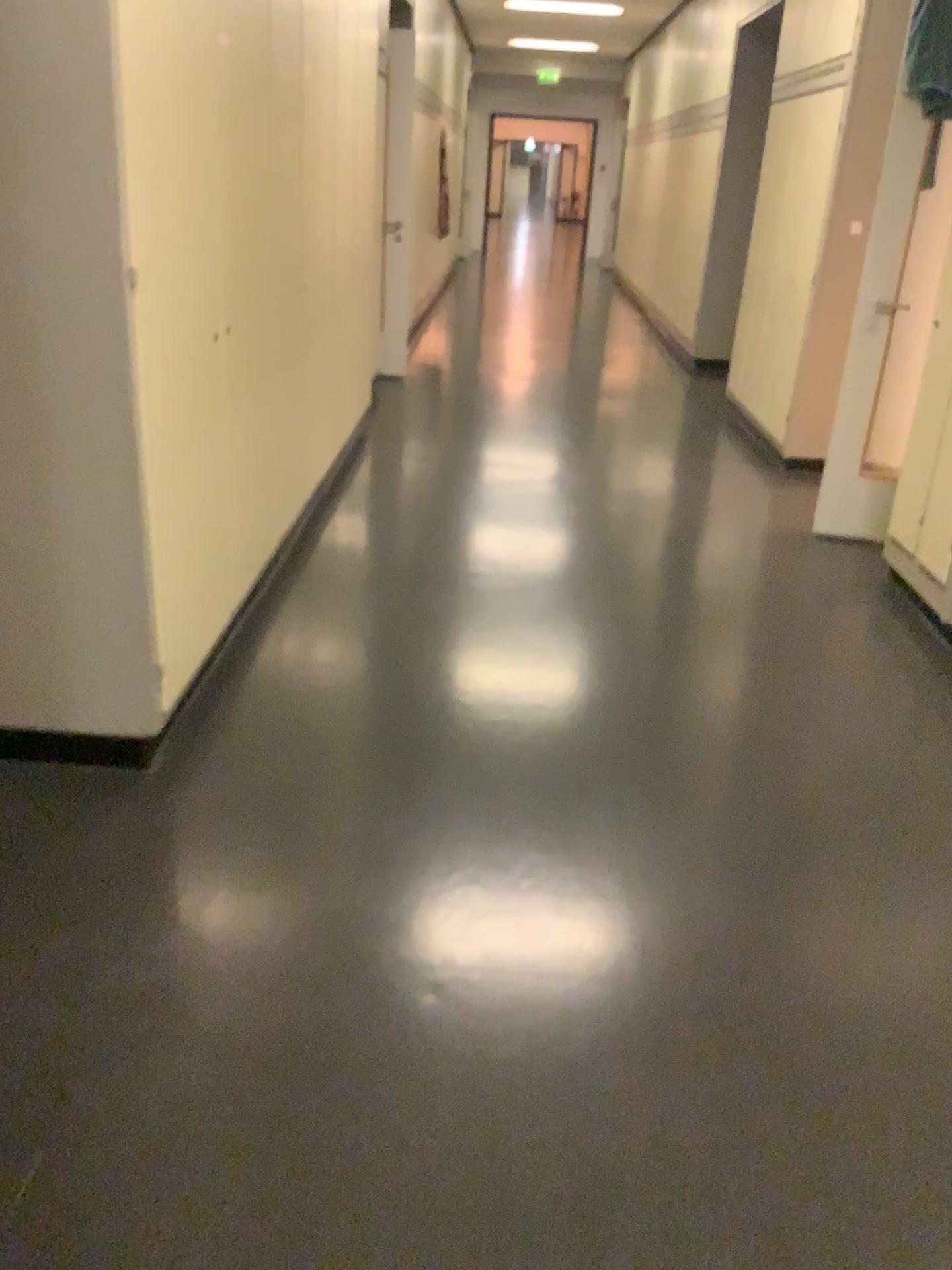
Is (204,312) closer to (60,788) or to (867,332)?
(60,788)
